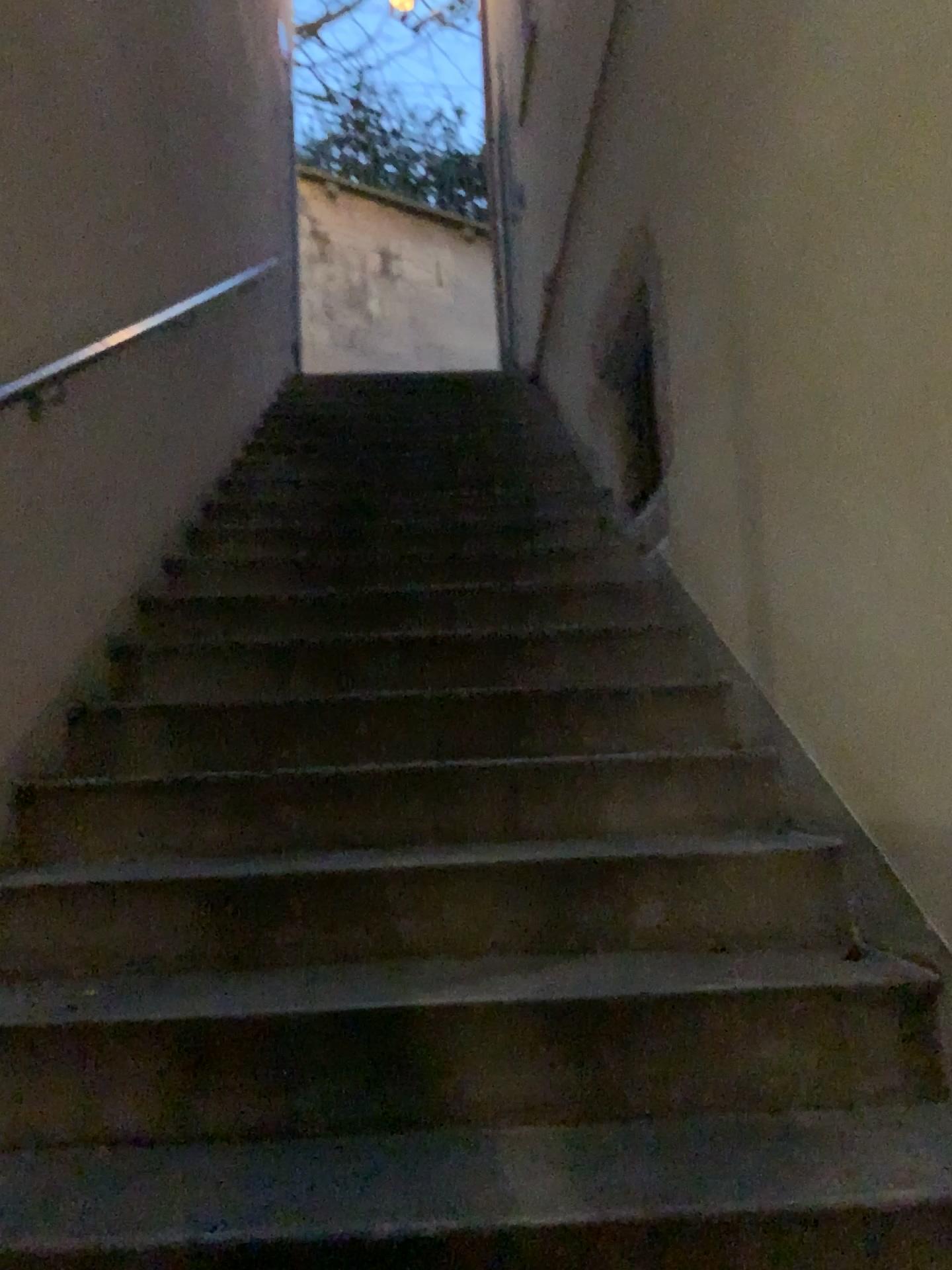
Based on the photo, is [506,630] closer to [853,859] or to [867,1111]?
[853,859]
